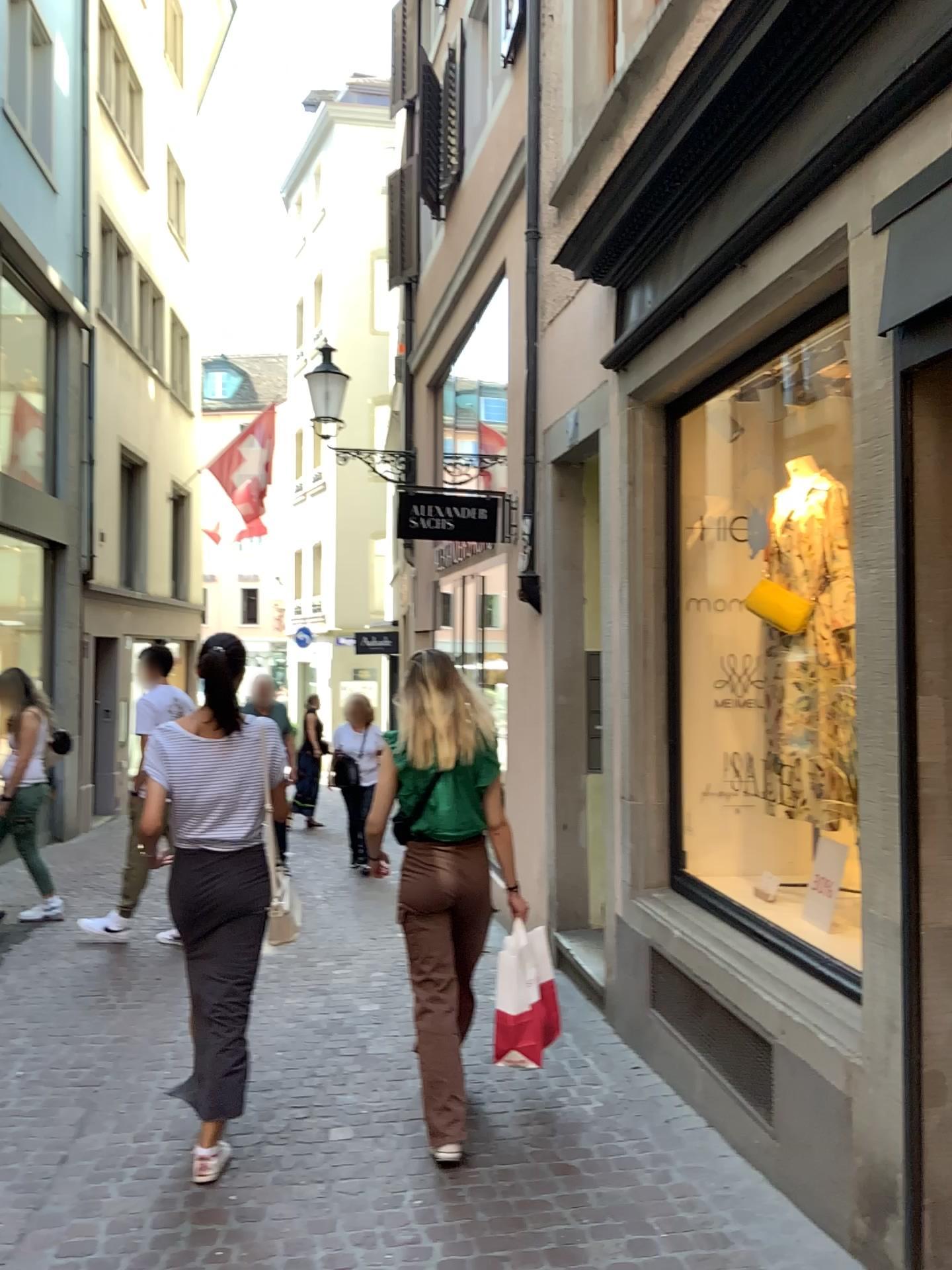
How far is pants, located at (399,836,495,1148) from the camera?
3.4 meters

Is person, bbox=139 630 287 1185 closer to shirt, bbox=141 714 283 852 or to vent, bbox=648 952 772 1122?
shirt, bbox=141 714 283 852

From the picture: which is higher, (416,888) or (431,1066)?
(416,888)

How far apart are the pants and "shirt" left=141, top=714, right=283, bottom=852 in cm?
54

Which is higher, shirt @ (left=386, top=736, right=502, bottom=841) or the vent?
shirt @ (left=386, top=736, right=502, bottom=841)

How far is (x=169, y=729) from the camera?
3.3m

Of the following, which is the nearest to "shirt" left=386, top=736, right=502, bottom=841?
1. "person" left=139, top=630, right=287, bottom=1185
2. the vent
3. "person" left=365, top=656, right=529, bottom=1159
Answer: "person" left=365, top=656, right=529, bottom=1159

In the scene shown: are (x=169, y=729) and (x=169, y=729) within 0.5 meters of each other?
yes

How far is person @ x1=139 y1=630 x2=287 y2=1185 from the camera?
3.3 meters

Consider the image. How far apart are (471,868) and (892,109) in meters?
2.5
